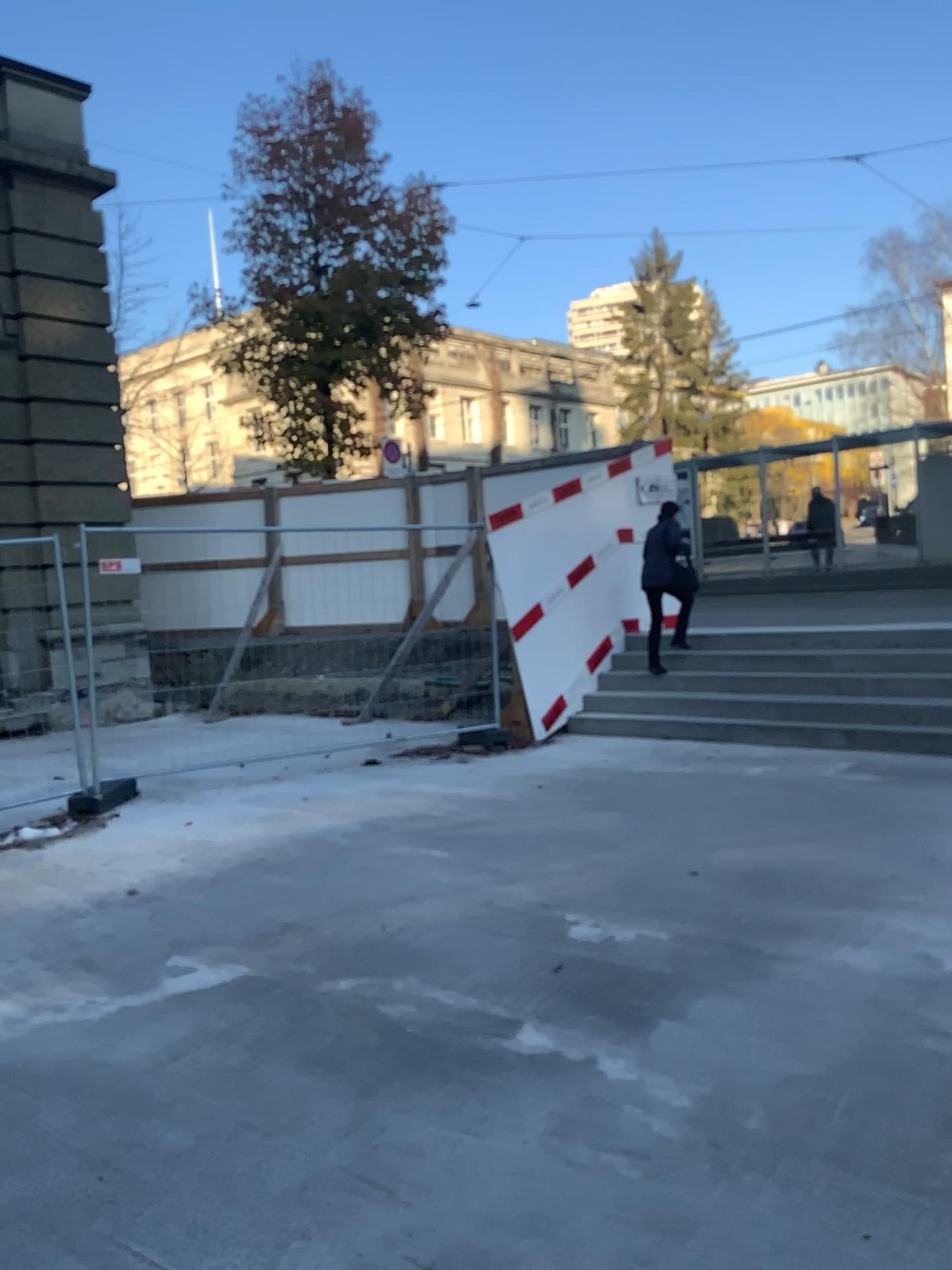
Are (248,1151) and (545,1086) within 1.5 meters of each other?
yes
